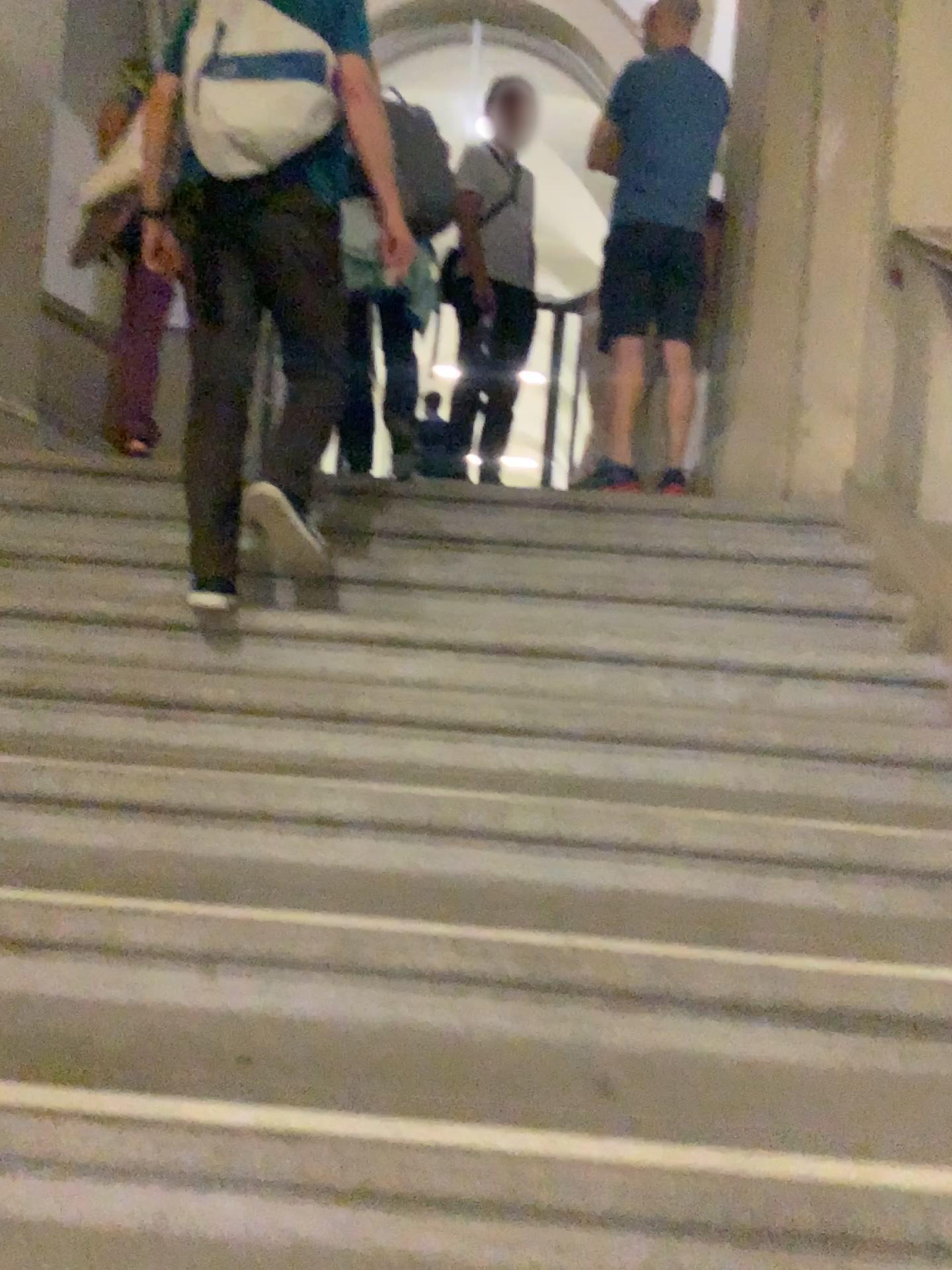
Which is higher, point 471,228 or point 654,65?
point 654,65

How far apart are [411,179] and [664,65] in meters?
0.9 m

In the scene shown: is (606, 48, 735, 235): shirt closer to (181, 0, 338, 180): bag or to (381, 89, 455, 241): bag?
(381, 89, 455, 241): bag

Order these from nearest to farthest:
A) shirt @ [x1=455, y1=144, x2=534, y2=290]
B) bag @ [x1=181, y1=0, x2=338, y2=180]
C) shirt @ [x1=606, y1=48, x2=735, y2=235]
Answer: bag @ [x1=181, y1=0, x2=338, y2=180] < shirt @ [x1=606, y1=48, x2=735, y2=235] < shirt @ [x1=455, y1=144, x2=534, y2=290]

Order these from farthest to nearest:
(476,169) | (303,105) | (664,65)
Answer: (476,169) → (664,65) → (303,105)

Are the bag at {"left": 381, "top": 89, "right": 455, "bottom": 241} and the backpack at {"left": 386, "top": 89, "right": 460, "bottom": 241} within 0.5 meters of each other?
yes

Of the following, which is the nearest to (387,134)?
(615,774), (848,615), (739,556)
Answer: (739,556)

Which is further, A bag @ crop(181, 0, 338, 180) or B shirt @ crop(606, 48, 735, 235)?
B shirt @ crop(606, 48, 735, 235)

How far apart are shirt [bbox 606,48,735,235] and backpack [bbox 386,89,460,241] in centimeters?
60cm

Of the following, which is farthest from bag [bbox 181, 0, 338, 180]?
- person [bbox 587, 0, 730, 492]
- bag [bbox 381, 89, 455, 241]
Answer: person [bbox 587, 0, 730, 492]
